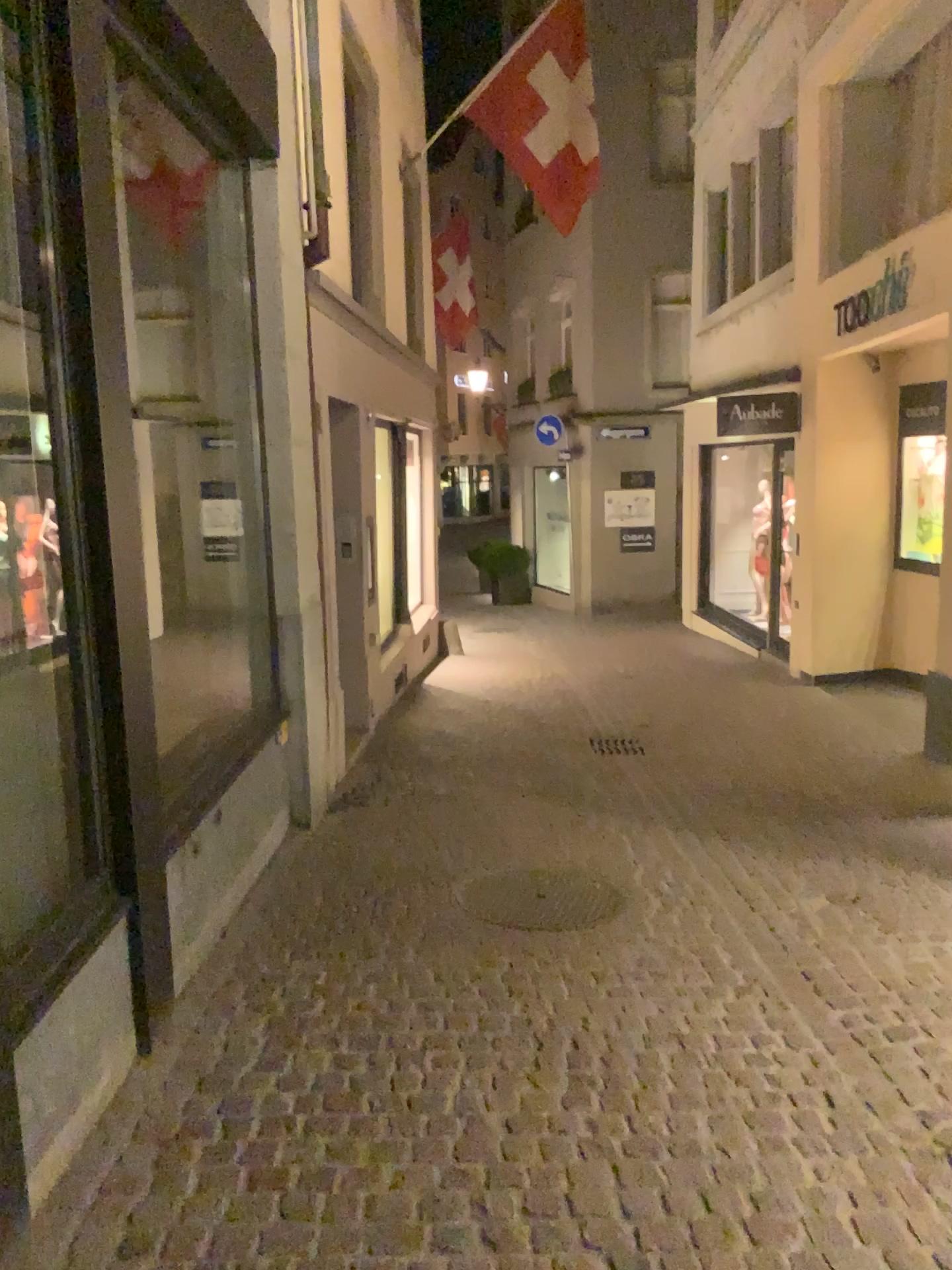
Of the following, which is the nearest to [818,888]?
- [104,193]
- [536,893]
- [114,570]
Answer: [536,893]
